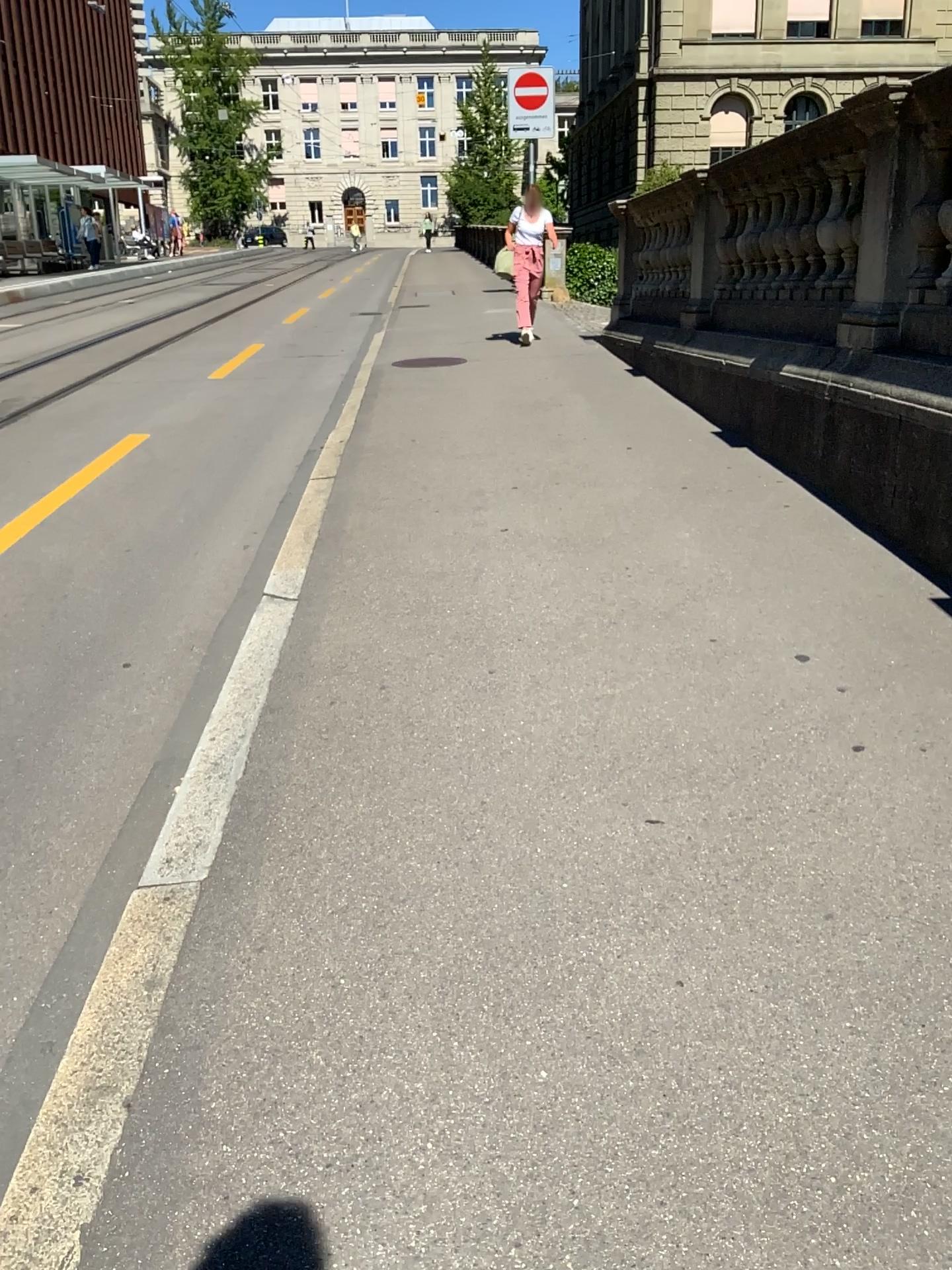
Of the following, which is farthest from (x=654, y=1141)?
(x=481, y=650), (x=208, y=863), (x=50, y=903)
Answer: (x=481, y=650)

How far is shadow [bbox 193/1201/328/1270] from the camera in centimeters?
146cm

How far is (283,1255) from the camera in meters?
1.5 m
